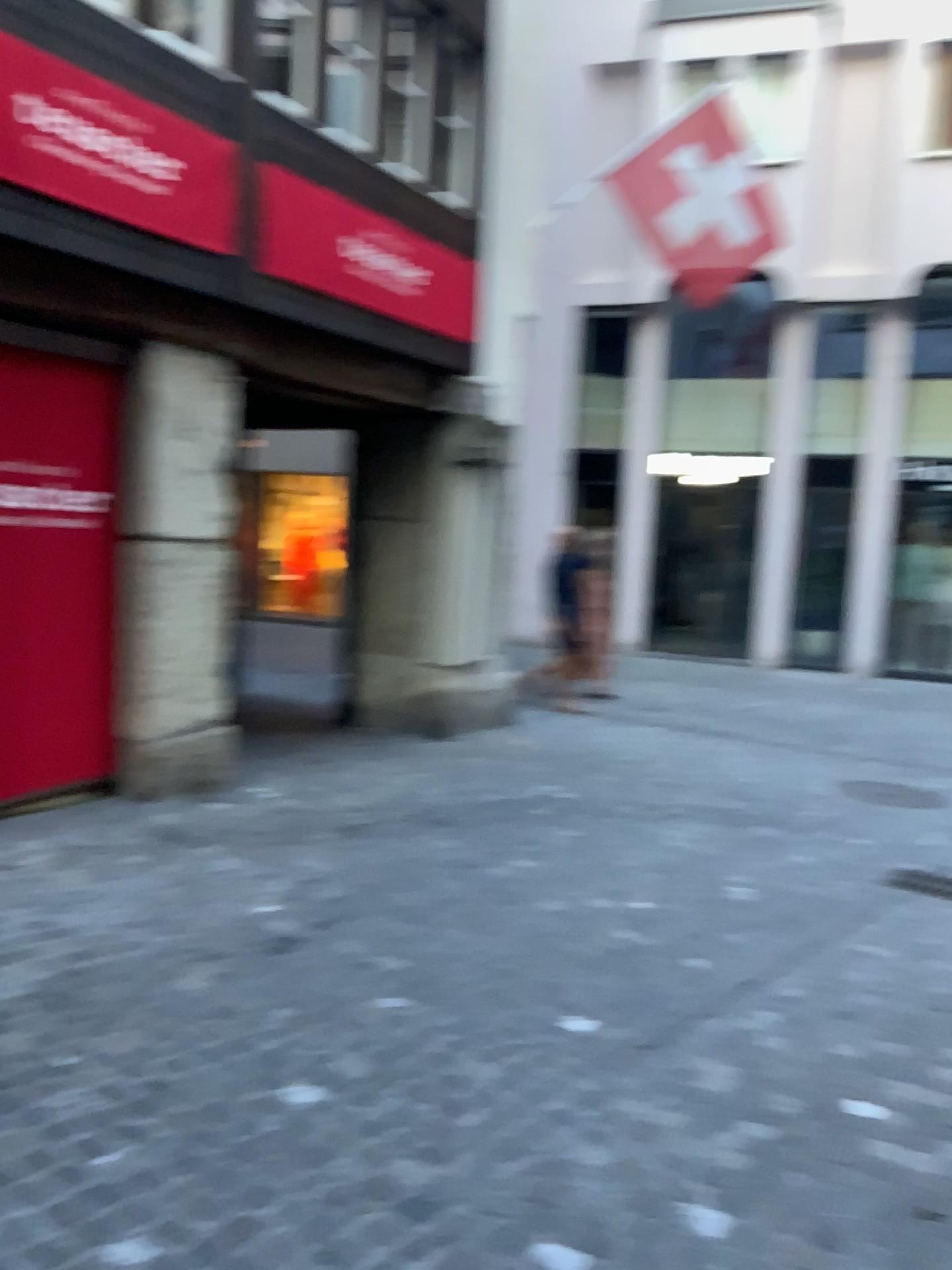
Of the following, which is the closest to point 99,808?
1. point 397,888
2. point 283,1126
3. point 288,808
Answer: point 288,808
